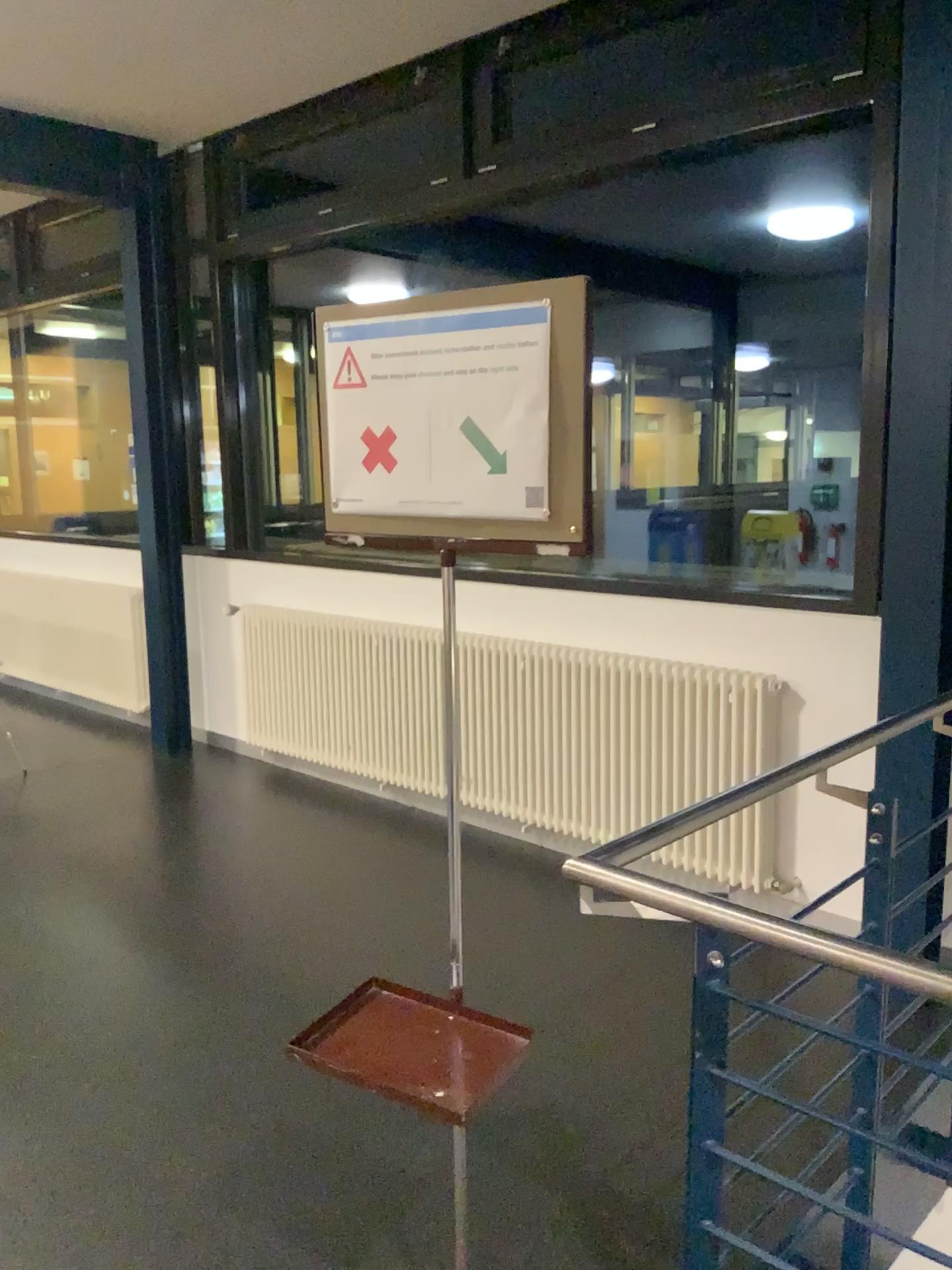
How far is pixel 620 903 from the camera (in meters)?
1.52

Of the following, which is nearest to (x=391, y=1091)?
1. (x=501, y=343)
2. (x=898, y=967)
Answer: (x=898, y=967)

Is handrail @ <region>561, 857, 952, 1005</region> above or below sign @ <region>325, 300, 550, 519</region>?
below

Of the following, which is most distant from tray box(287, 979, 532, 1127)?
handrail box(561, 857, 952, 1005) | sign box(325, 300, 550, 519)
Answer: sign box(325, 300, 550, 519)

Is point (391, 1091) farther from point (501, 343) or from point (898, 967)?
point (501, 343)

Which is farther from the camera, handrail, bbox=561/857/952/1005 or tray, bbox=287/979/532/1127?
tray, bbox=287/979/532/1127

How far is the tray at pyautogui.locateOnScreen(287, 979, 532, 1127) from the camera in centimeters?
155cm

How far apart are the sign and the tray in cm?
79

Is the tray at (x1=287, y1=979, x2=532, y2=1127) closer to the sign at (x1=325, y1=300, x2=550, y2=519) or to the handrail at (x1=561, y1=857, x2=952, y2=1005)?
the handrail at (x1=561, y1=857, x2=952, y2=1005)

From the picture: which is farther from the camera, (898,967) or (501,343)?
(501,343)
